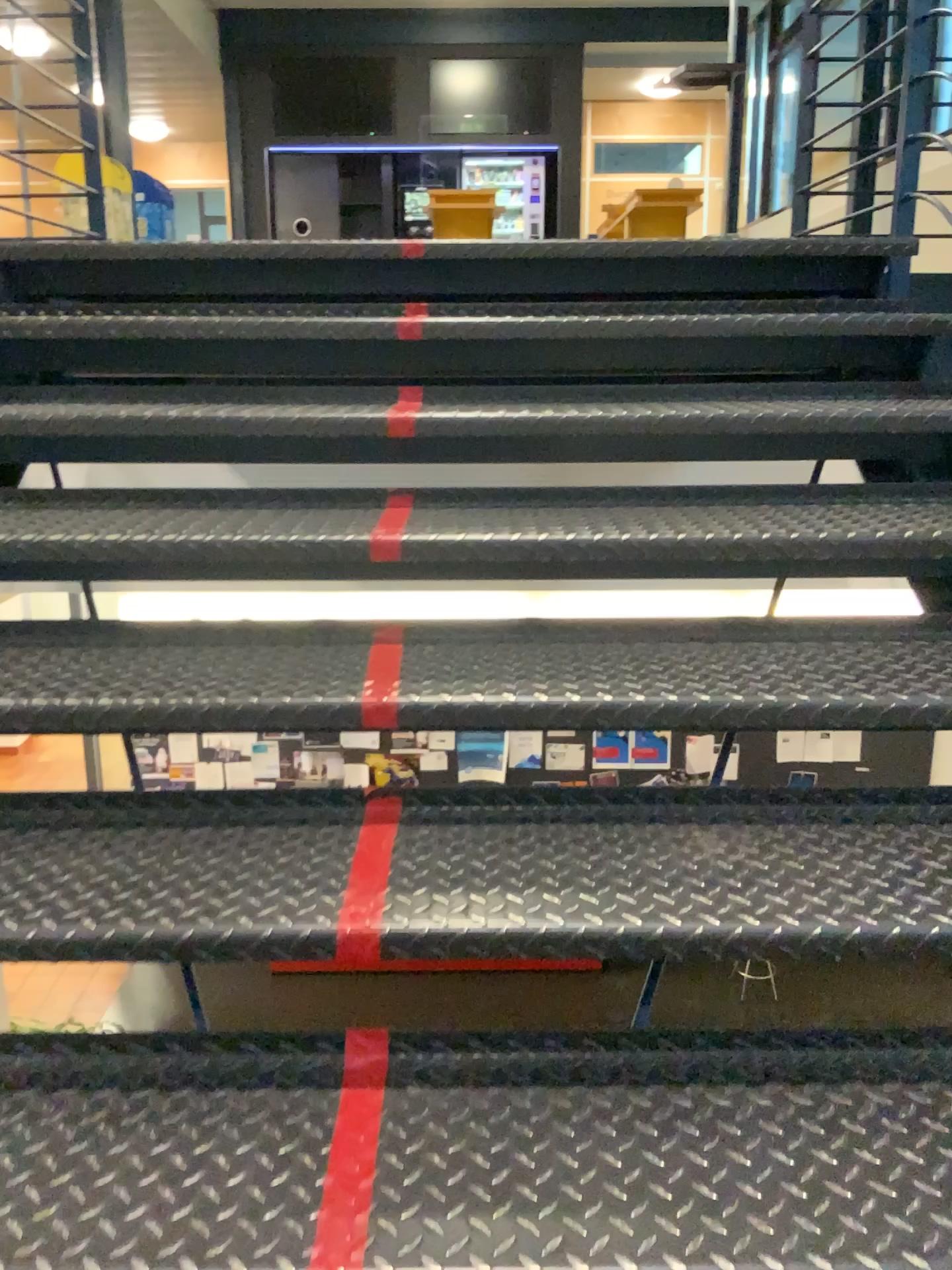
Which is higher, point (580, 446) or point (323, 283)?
point (323, 283)

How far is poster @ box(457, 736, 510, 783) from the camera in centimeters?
144cm

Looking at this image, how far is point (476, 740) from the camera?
1.44m
